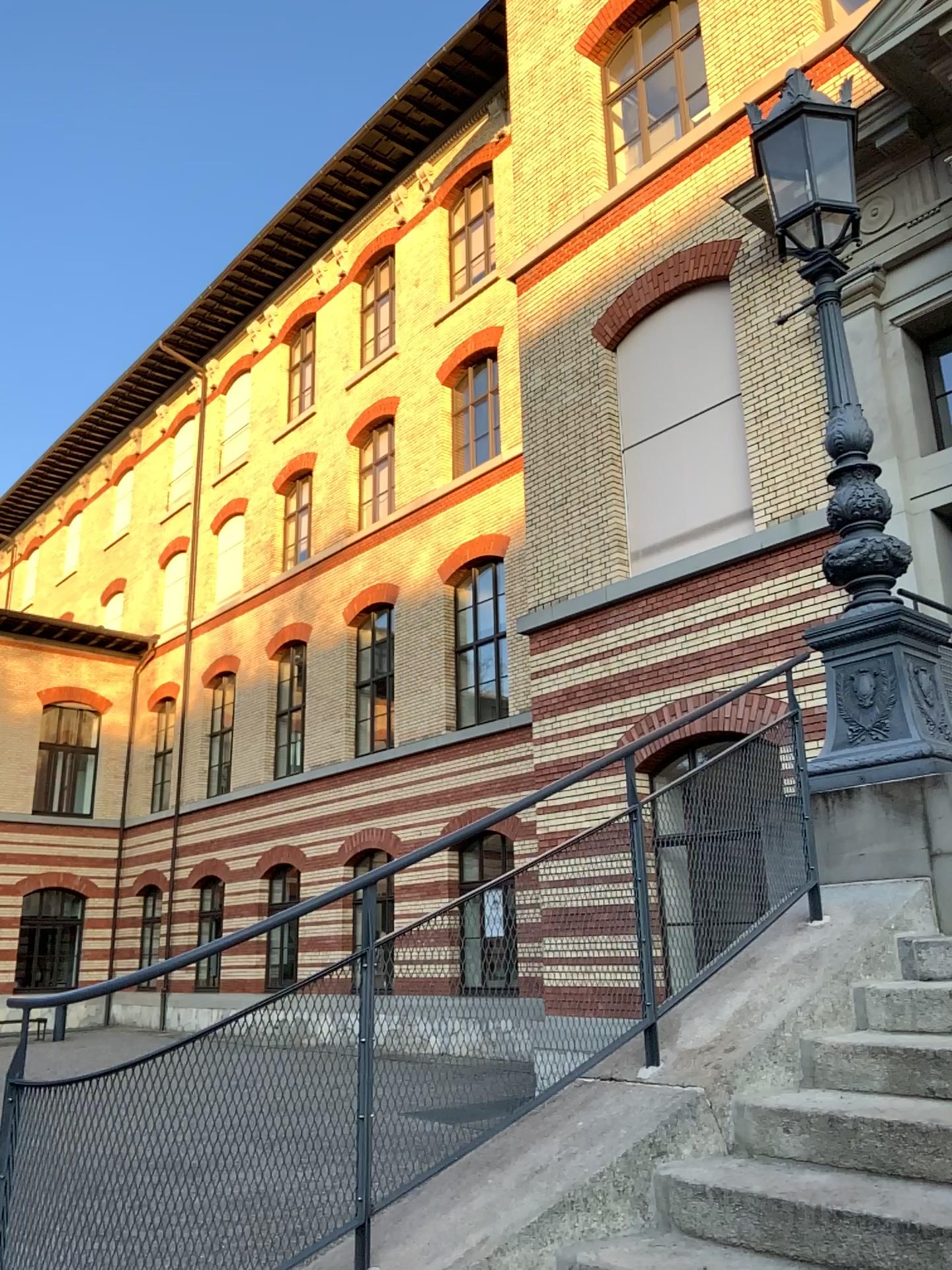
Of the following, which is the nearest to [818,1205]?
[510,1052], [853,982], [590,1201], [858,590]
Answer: [590,1201]
